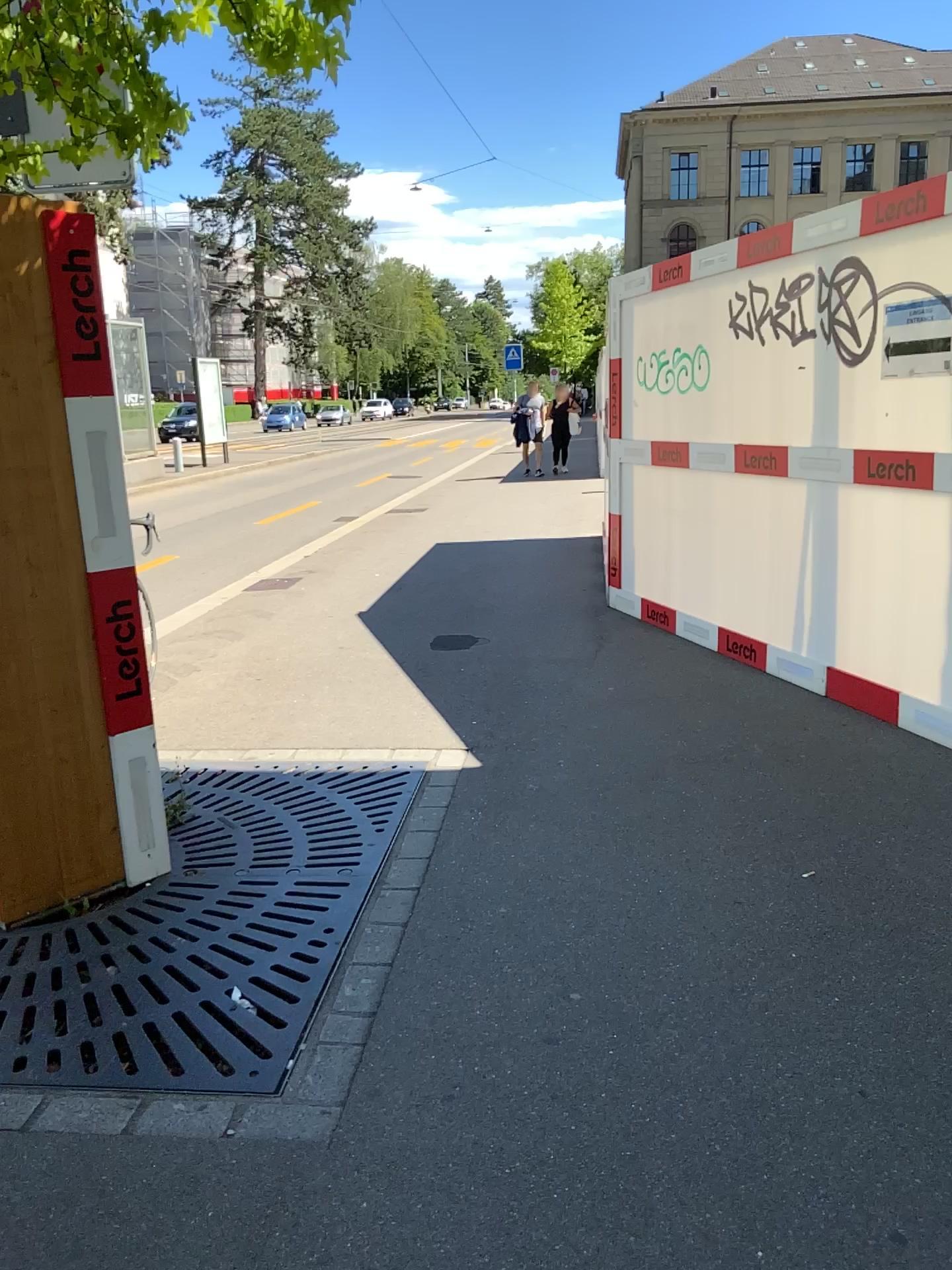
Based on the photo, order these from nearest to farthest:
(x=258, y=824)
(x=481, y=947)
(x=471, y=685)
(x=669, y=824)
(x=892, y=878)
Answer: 1. (x=481, y=947)
2. (x=892, y=878)
3. (x=669, y=824)
4. (x=258, y=824)
5. (x=471, y=685)
